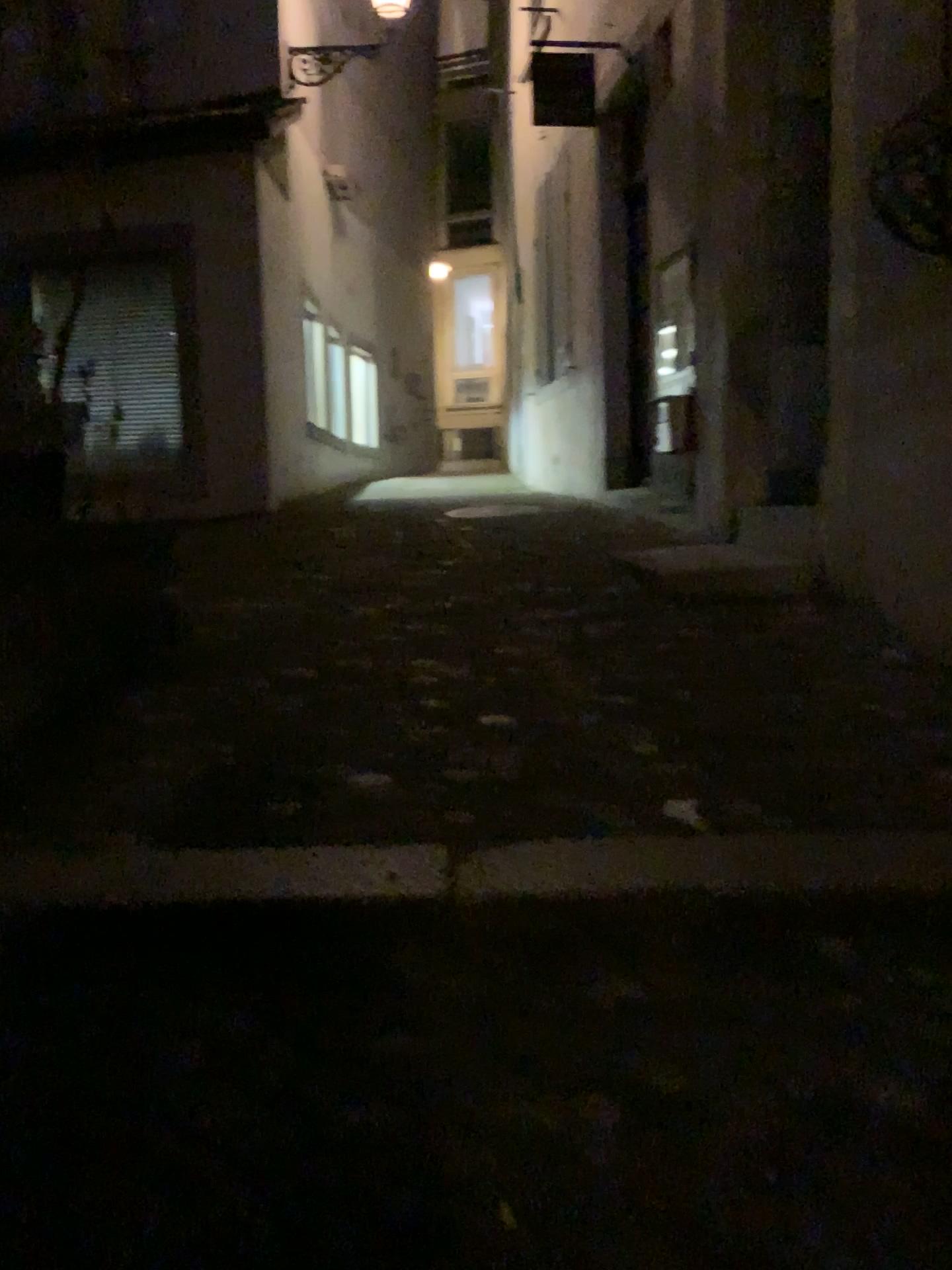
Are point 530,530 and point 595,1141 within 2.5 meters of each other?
no
